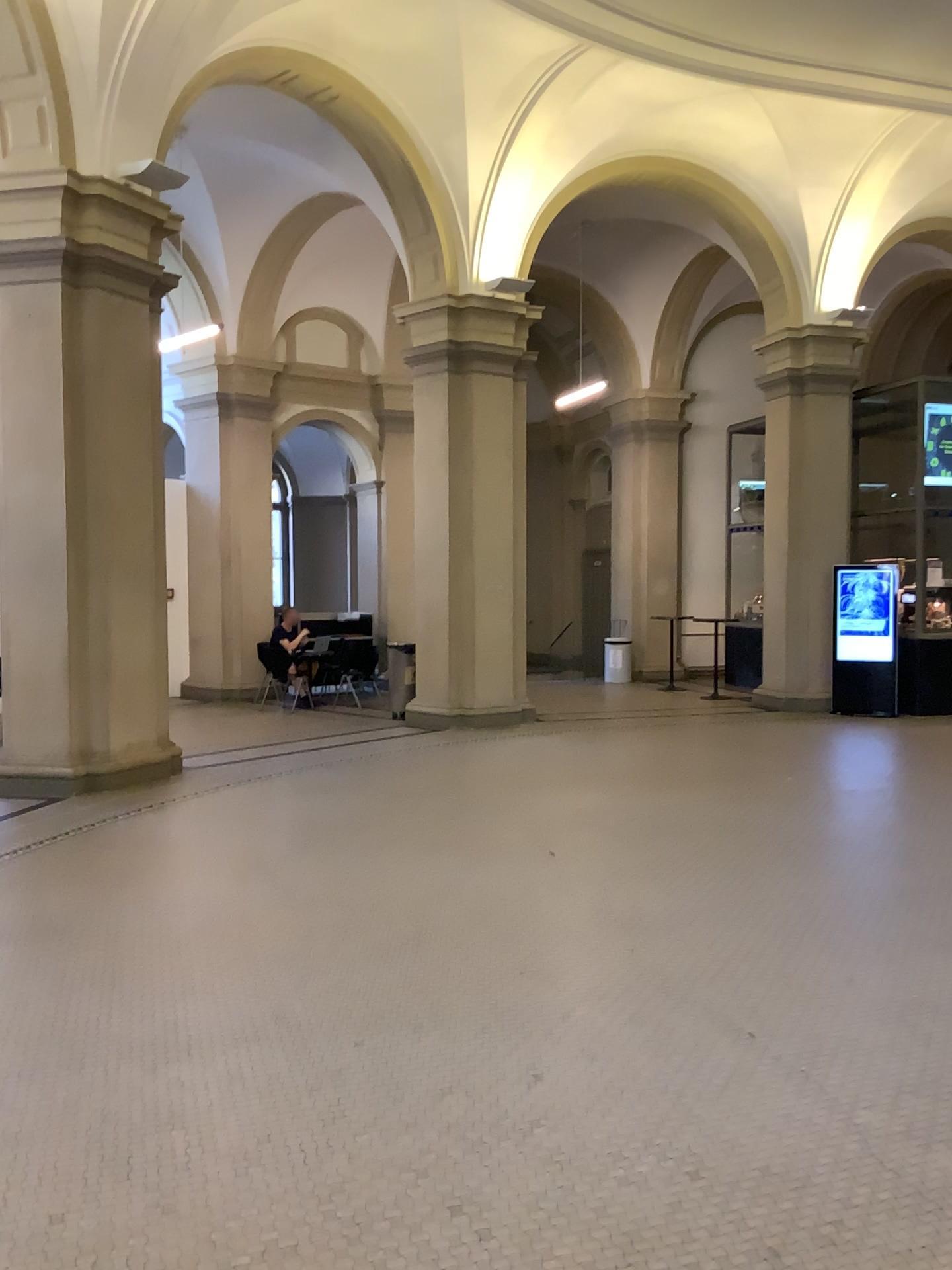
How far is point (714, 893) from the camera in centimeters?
523cm
